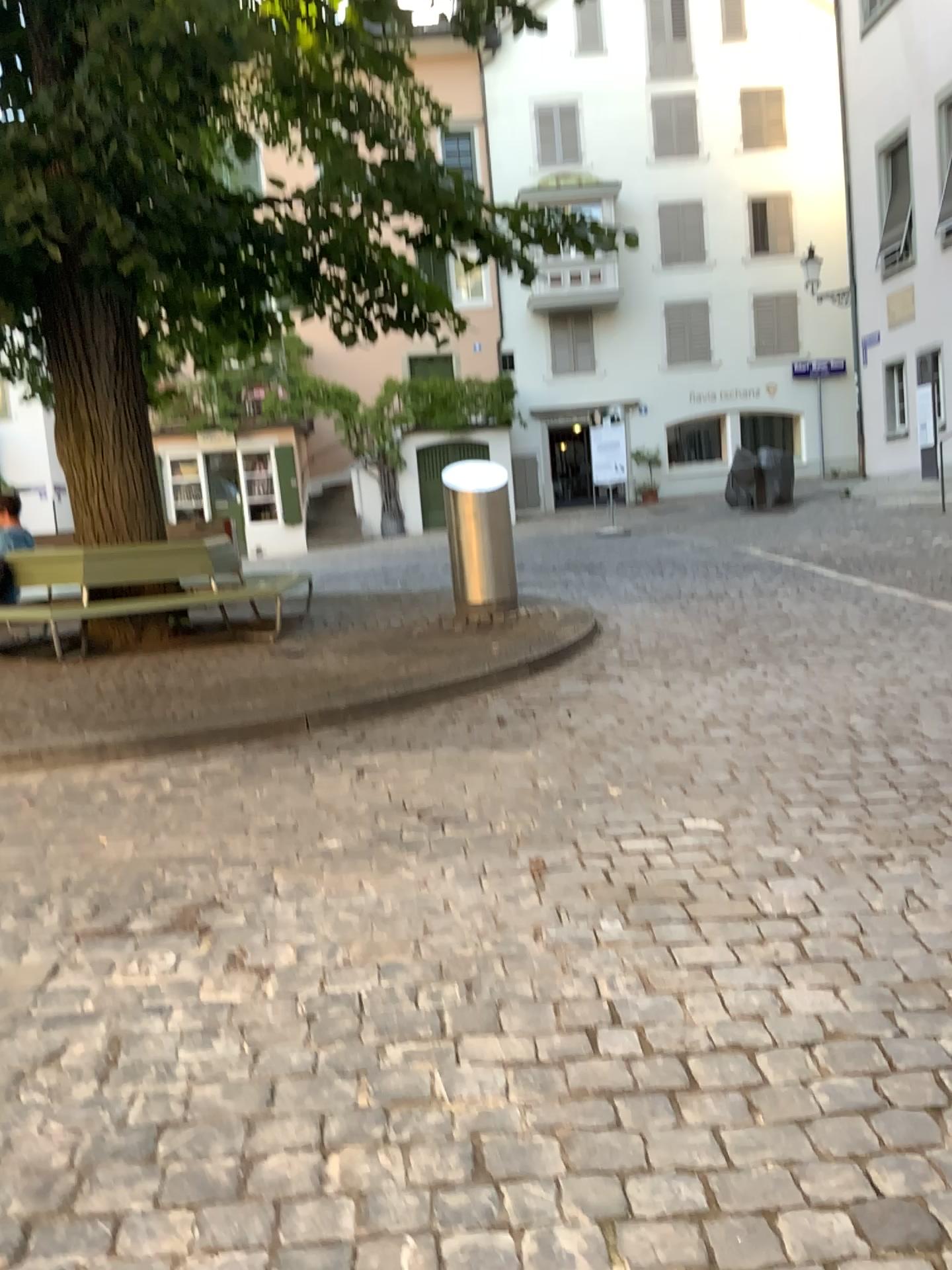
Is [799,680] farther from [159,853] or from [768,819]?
[159,853]
